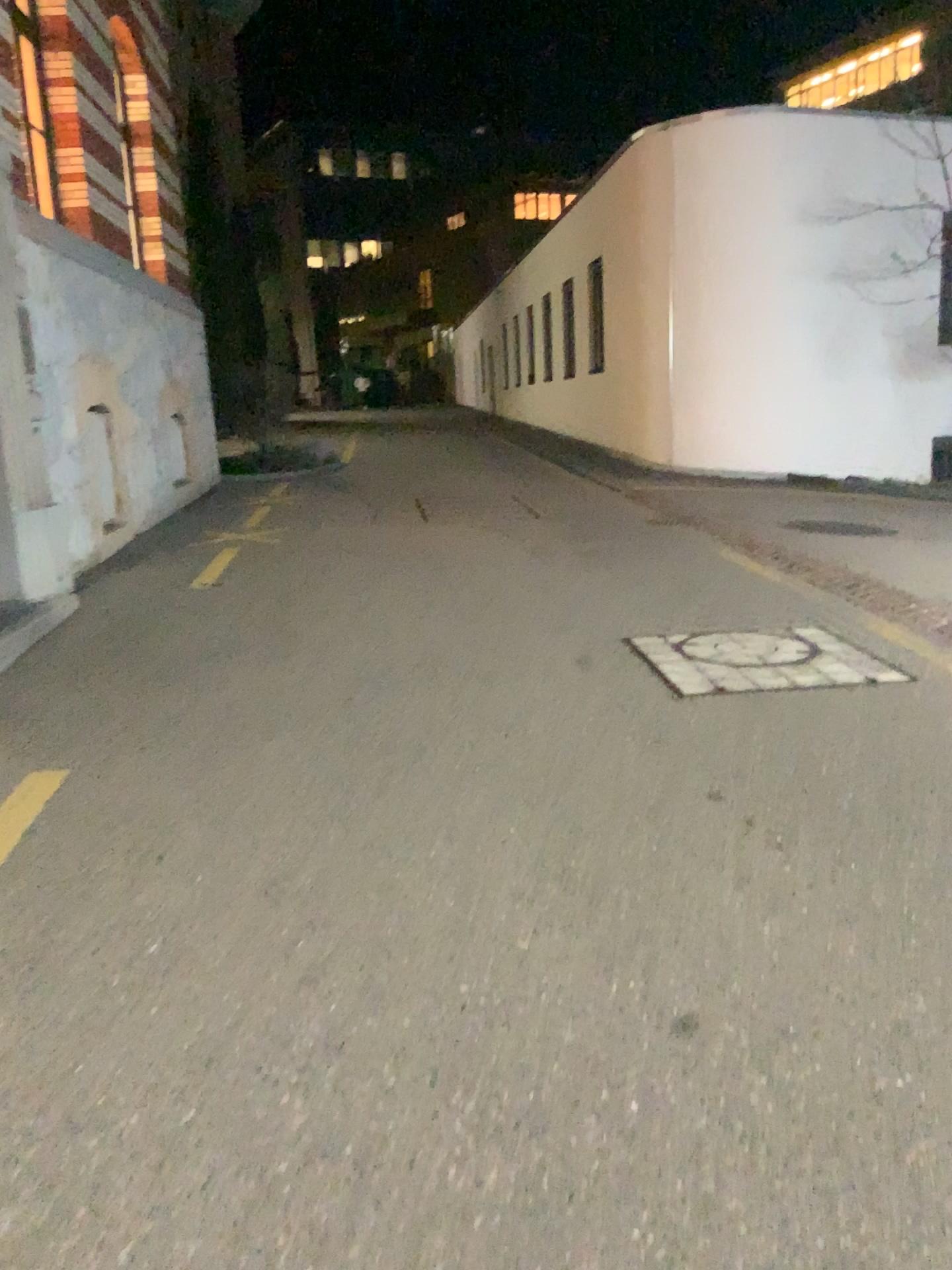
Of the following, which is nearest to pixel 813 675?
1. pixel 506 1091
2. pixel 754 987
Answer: pixel 754 987
